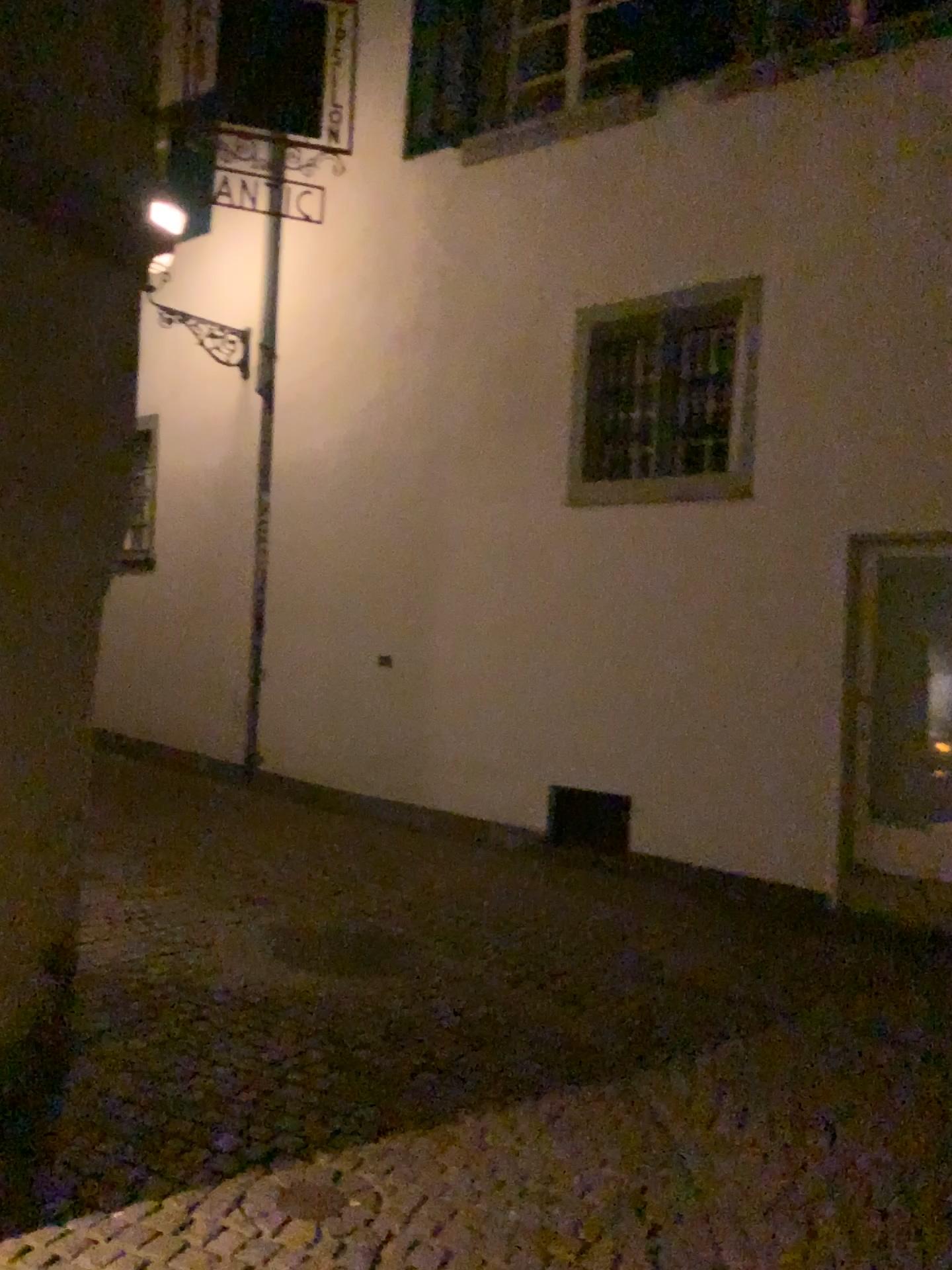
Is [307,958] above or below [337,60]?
below

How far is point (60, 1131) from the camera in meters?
3.2

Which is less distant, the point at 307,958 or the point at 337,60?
the point at 337,60

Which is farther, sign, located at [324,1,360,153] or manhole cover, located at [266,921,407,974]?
manhole cover, located at [266,921,407,974]

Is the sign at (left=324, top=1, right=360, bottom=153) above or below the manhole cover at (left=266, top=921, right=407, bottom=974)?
above
